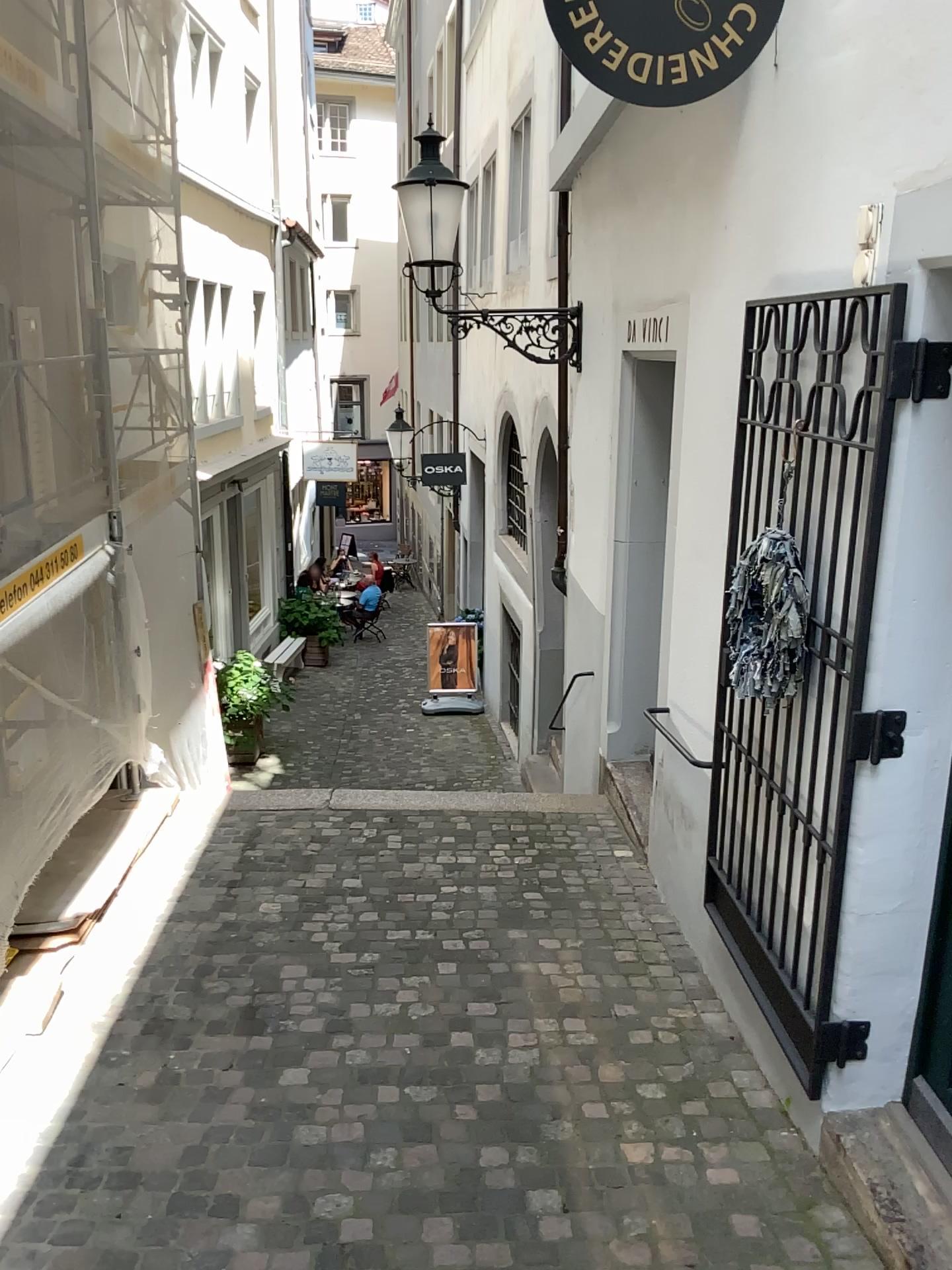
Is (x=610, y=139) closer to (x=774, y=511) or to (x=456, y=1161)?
(x=774, y=511)

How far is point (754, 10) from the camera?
2.5 meters

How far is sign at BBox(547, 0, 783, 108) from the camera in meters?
2.5
